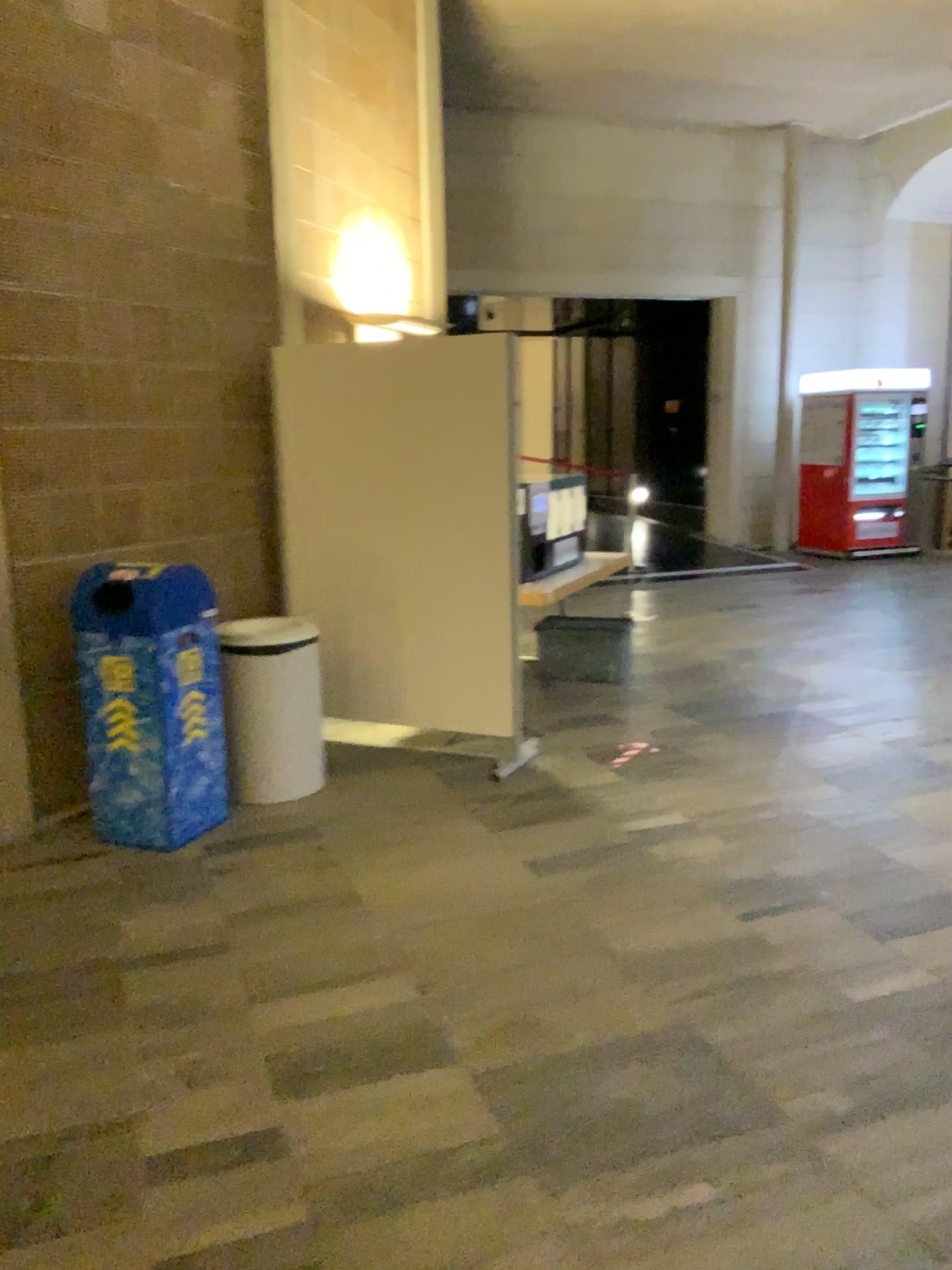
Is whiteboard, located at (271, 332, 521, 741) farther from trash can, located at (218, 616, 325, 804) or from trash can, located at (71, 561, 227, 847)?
trash can, located at (71, 561, 227, 847)

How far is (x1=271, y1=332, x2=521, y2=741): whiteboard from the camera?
4.7m

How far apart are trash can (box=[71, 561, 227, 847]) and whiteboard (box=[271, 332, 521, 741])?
1.0m

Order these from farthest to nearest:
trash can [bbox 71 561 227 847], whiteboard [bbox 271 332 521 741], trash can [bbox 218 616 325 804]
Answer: whiteboard [bbox 271 332 521 741] → trash can [bbox 218 616 325 804] → trash can [bbox 71 561 227 847]

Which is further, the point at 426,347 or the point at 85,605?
the point at 426,347

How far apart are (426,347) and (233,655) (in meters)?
1.60

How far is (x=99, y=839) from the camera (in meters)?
4.00

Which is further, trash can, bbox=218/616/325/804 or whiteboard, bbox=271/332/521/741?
whiteboard, bbox=271/332/521/741

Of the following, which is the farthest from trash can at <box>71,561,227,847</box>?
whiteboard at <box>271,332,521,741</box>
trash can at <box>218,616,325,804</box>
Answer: whiteboard at <box>271,332,521,741</box>

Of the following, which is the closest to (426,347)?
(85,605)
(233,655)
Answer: (233,655)
